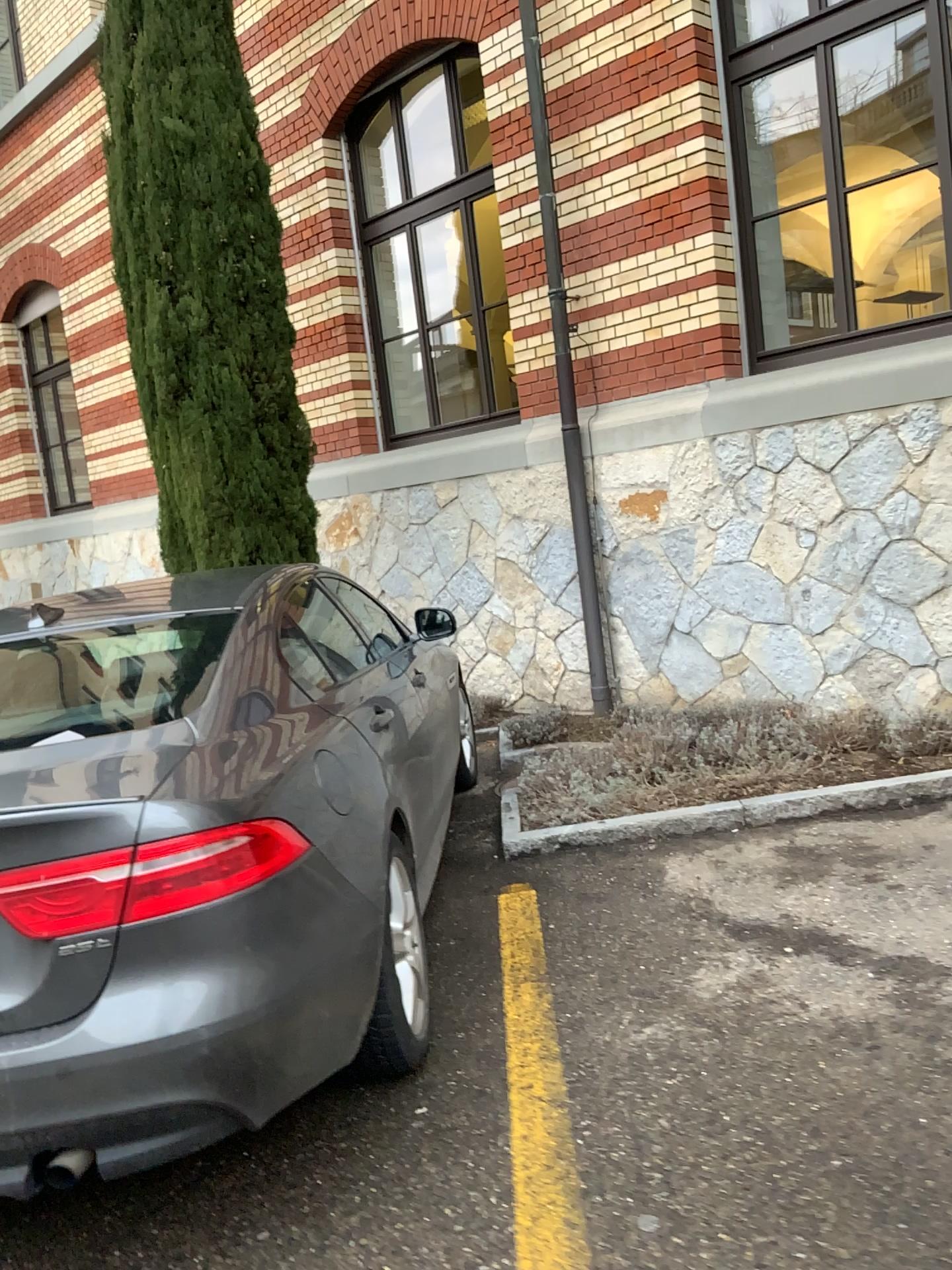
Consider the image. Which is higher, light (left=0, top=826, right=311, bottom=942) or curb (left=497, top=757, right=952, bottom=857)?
light (left=0, top=826, right=311, bottom=942)

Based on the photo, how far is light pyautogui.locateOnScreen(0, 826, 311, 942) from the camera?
2.0m

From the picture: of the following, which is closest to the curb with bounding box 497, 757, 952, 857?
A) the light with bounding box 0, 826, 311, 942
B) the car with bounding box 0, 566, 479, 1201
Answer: the car with bounding box 0, 566, 479, 1201

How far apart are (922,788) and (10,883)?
3.6 meters

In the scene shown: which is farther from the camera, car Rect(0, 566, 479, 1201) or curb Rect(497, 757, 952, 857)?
curb Rect(497, 757, 952, 857)

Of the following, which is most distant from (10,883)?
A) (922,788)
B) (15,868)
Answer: (922,788)

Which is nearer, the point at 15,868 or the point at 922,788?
the point at 15,868

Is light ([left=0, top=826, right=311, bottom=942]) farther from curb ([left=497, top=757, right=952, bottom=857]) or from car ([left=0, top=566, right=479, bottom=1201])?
curb ([left=497, top=757, right=952, bottom=857])

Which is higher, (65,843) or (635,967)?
(65,843)

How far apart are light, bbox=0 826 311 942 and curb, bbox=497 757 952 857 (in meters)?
2.39
